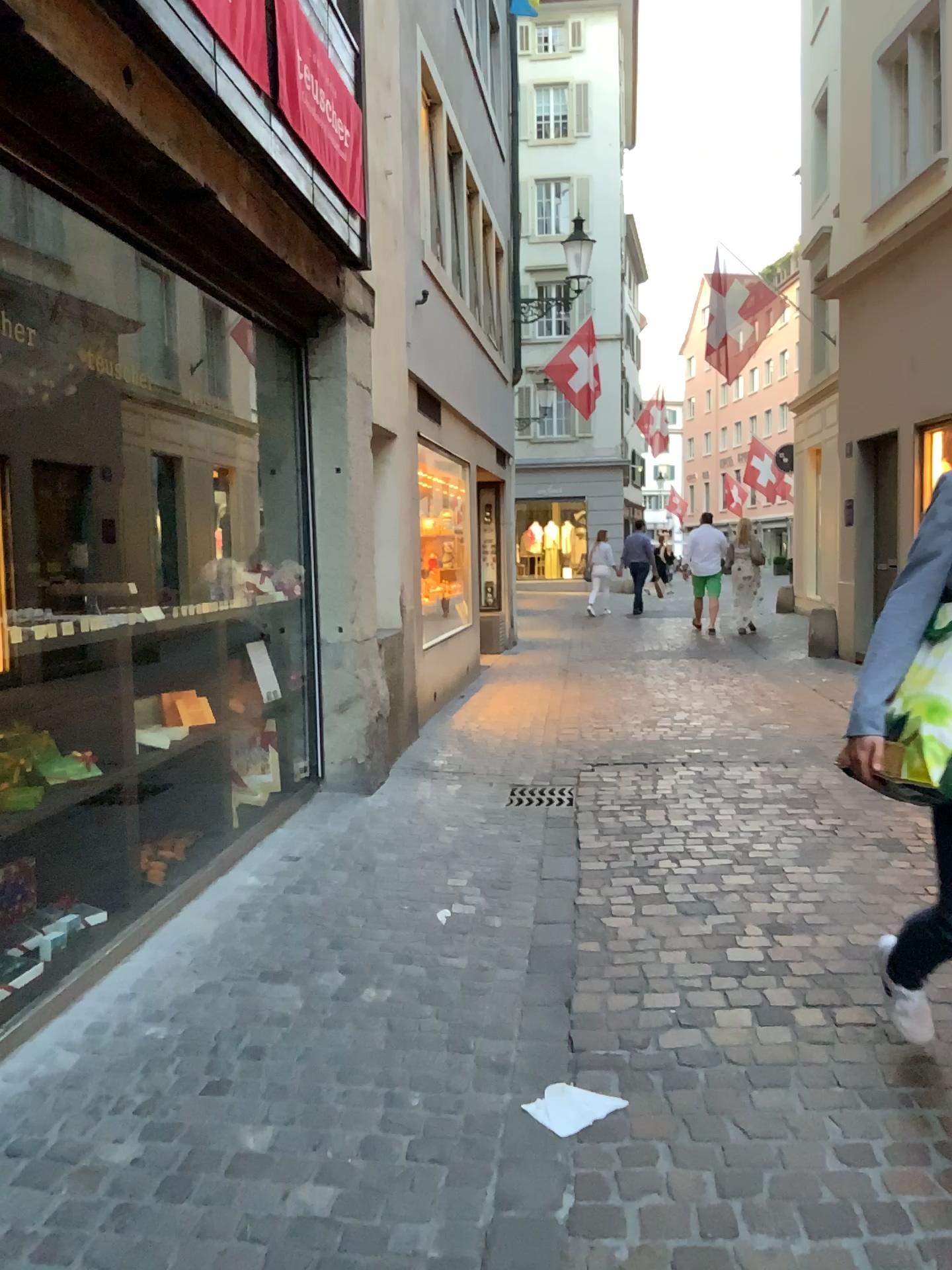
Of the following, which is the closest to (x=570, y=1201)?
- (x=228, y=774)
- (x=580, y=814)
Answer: (x=228, y=774)
